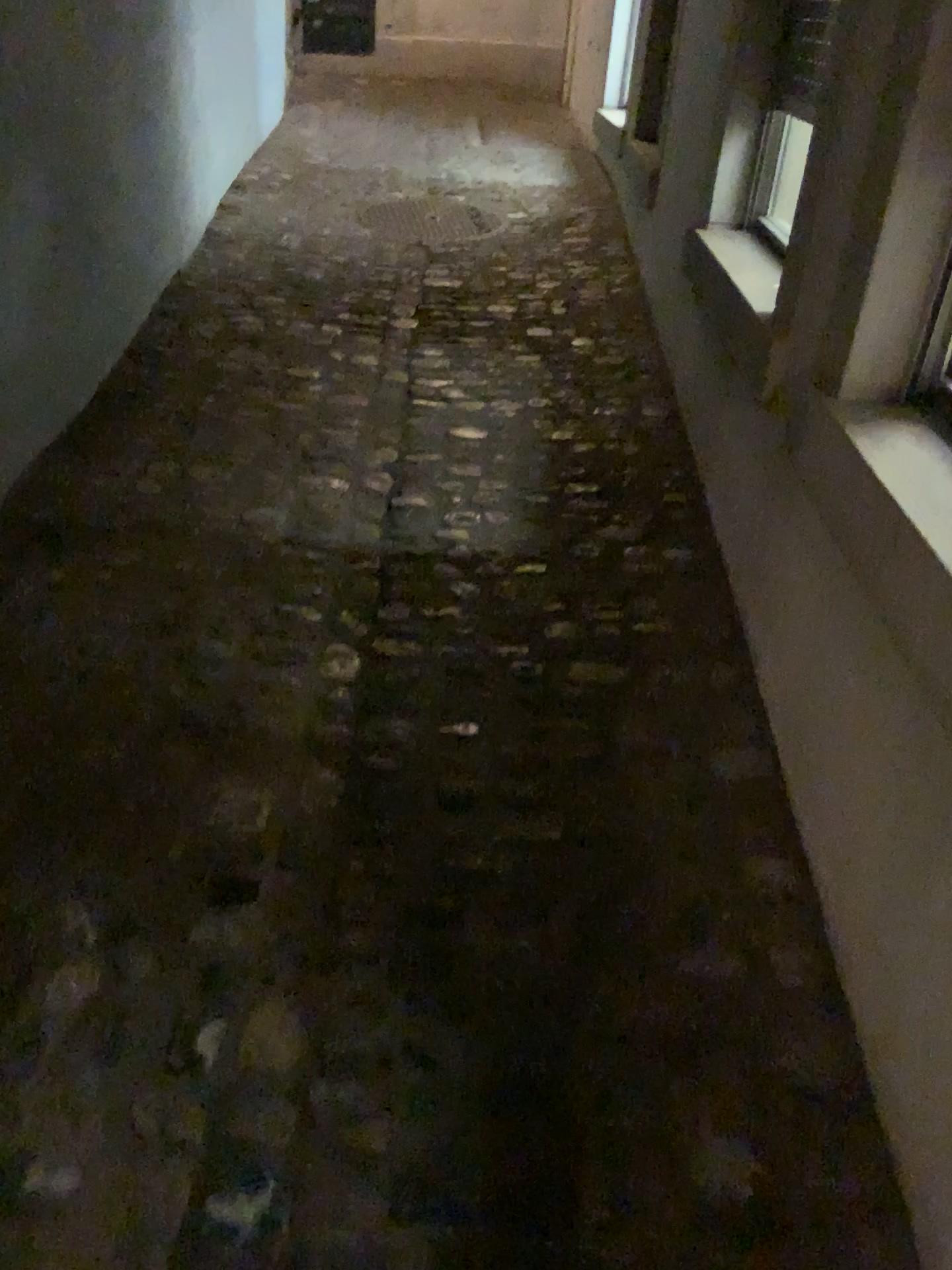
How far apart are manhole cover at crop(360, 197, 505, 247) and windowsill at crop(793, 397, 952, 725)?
3.2m

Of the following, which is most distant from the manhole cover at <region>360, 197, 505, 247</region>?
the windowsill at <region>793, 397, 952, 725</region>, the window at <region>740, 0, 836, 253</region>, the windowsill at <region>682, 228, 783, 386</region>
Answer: the windowsill at <region>793, 397, 952, 725</region>

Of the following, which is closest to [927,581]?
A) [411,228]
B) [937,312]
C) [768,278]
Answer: [937,312]

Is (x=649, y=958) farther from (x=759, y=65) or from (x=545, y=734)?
(x=759, y=65)

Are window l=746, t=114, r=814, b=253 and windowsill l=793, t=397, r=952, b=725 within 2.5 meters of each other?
yes

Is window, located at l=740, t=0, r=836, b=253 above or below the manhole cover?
above

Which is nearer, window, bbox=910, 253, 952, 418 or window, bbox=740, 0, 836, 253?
window, bbox=910, 253, 952, 418

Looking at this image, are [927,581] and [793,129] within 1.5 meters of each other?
yes

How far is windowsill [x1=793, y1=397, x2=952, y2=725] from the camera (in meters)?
1.27

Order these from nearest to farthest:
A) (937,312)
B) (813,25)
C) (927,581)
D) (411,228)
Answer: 1. (927,581)
2. (937,312)
3. (813,25)
4. (411,228)
